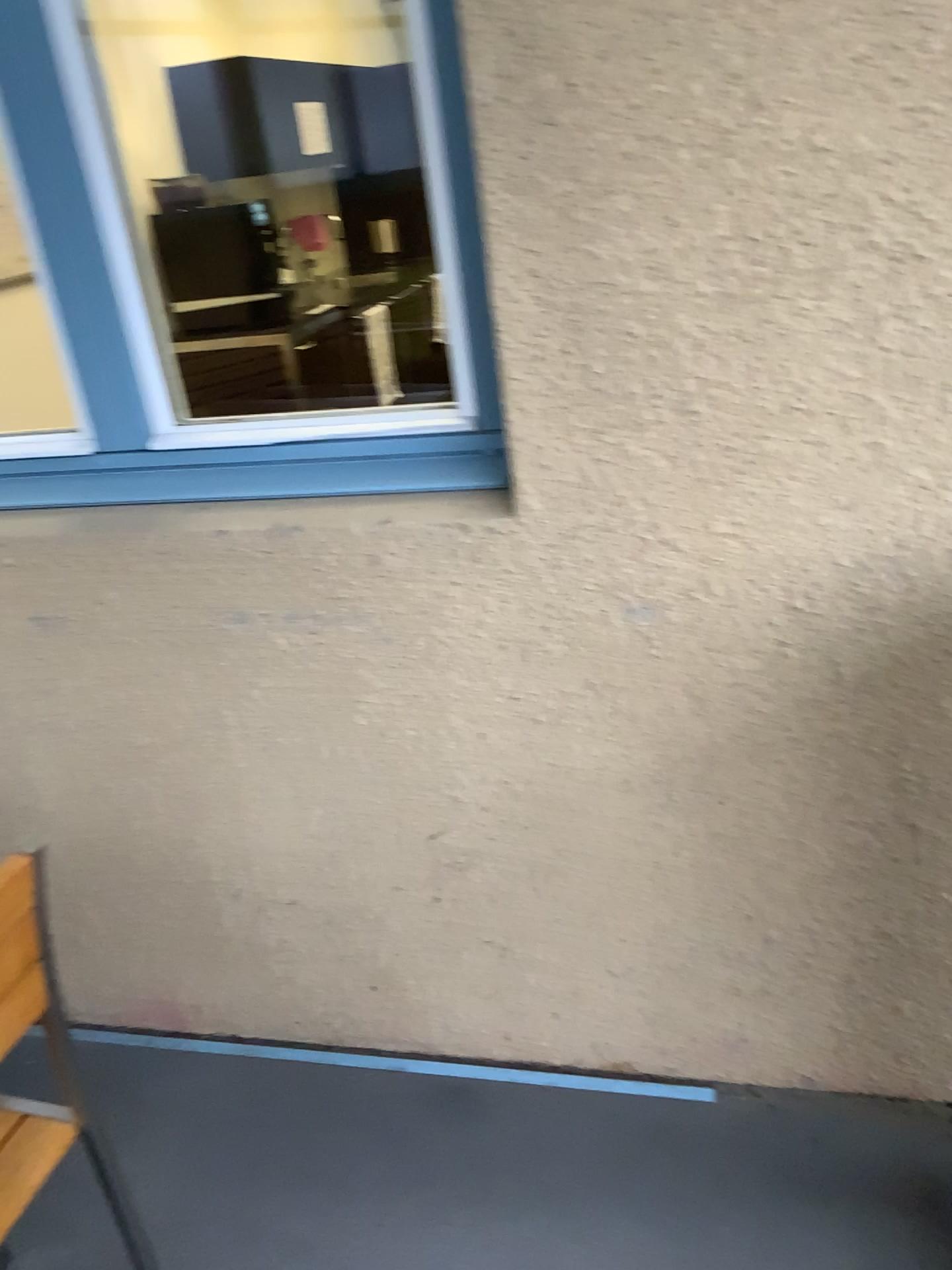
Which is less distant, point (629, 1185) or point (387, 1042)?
point (629, 1185)
